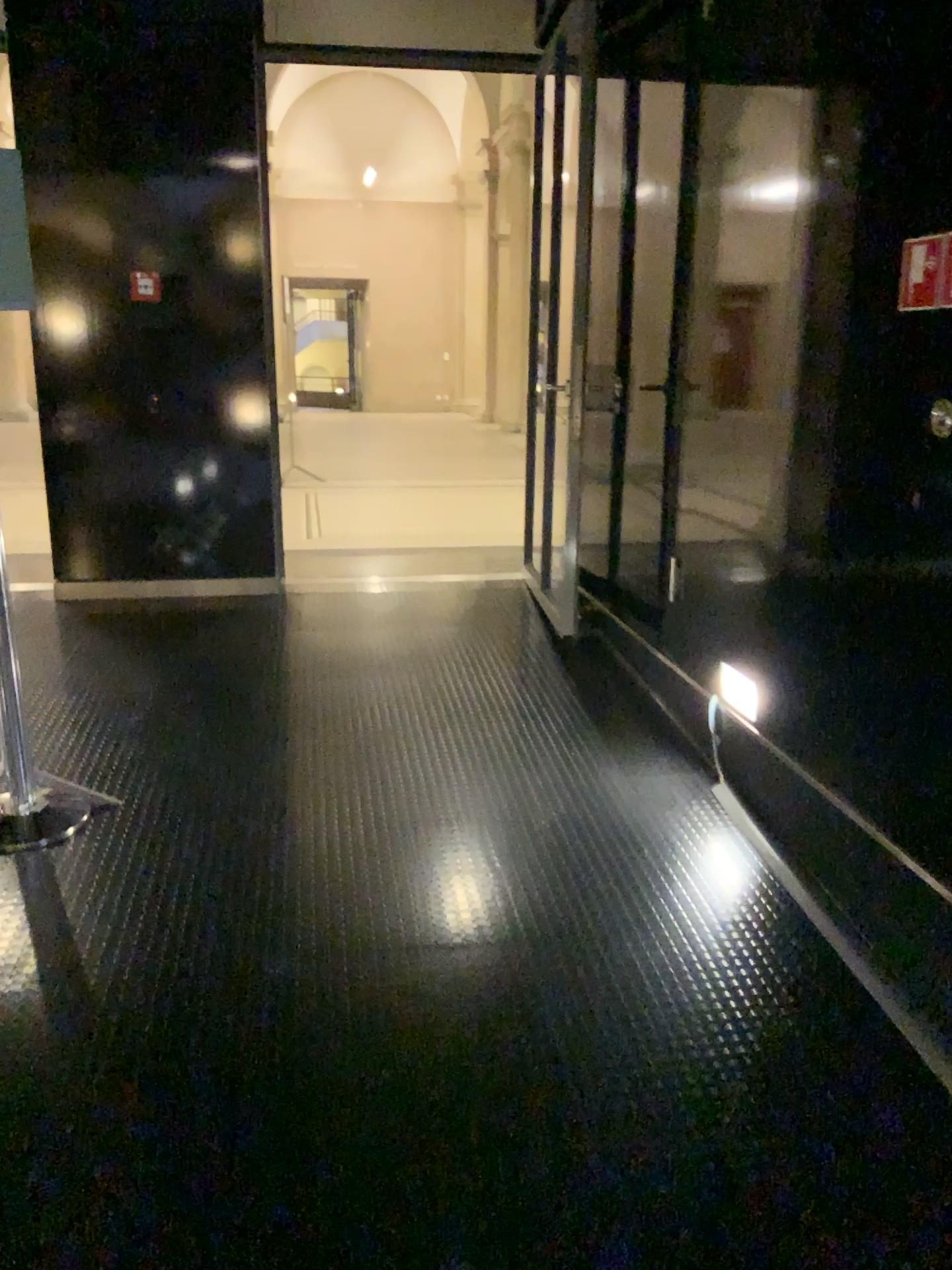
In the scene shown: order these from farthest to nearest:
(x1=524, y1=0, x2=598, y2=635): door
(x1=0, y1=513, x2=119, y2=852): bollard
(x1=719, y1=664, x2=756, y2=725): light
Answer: (x1=524, y1=0, x2=598, y2=635): door → (x1=719, y1=664, x2=756, y2=725): light → (x1=0, y1=513, x2=119, y2=852): bollard

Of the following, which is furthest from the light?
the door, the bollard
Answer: the bollard

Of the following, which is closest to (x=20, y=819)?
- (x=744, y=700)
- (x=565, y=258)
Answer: (x=744, y=700)

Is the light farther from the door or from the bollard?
the bollard

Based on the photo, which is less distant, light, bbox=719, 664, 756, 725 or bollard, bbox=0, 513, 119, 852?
bollard, bbox=0, 513, 119, 852

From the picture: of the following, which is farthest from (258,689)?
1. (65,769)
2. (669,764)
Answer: (669,764)

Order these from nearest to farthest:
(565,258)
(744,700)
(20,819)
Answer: (20,819) < (744,700) < (565,258)

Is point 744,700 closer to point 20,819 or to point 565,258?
point 565,258
